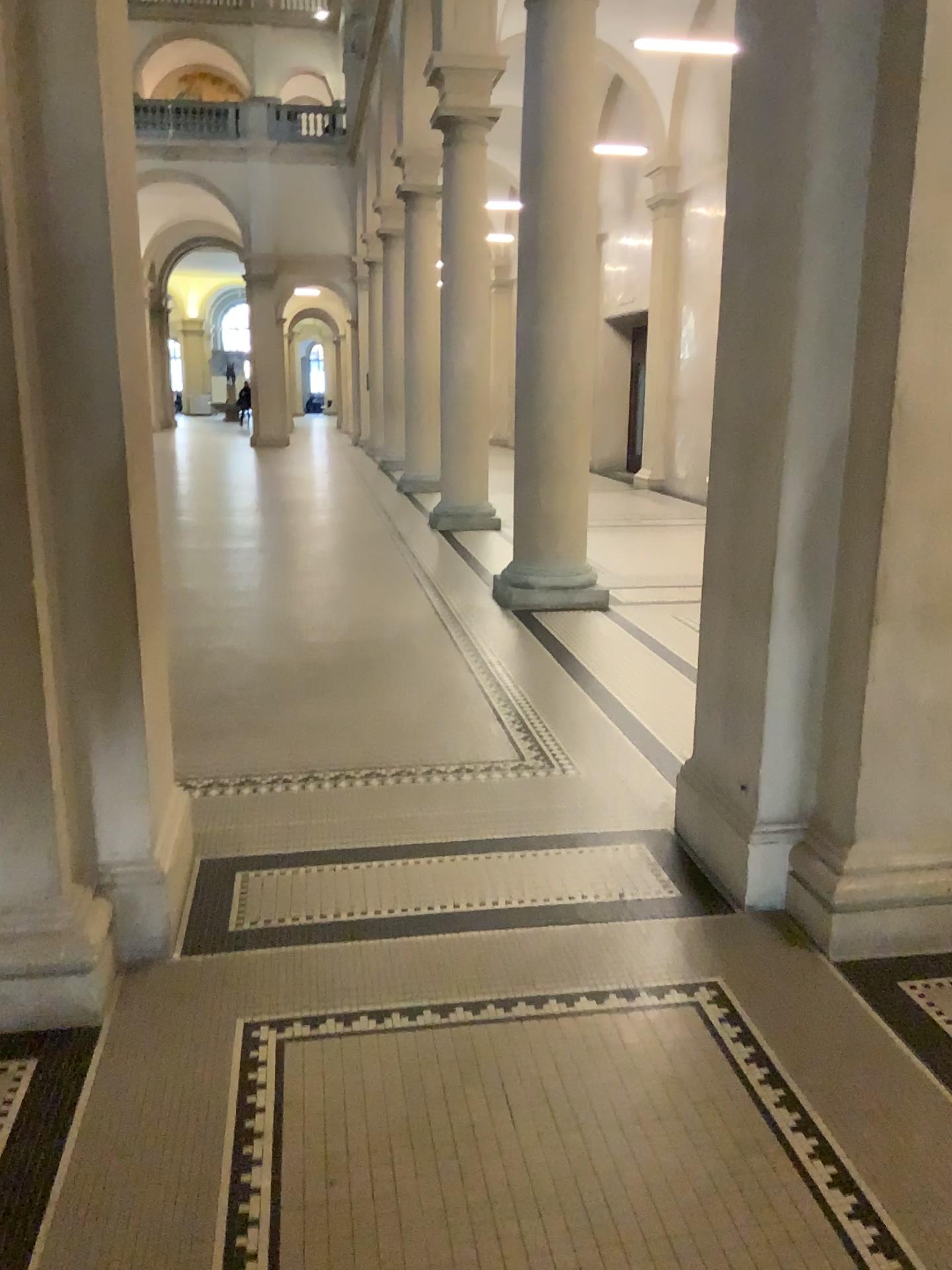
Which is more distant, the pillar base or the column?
the pillar base

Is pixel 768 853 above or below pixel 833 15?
below

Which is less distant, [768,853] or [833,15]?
[833,15]

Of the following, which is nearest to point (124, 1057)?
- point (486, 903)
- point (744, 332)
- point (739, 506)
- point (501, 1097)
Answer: point (501, 1097)
